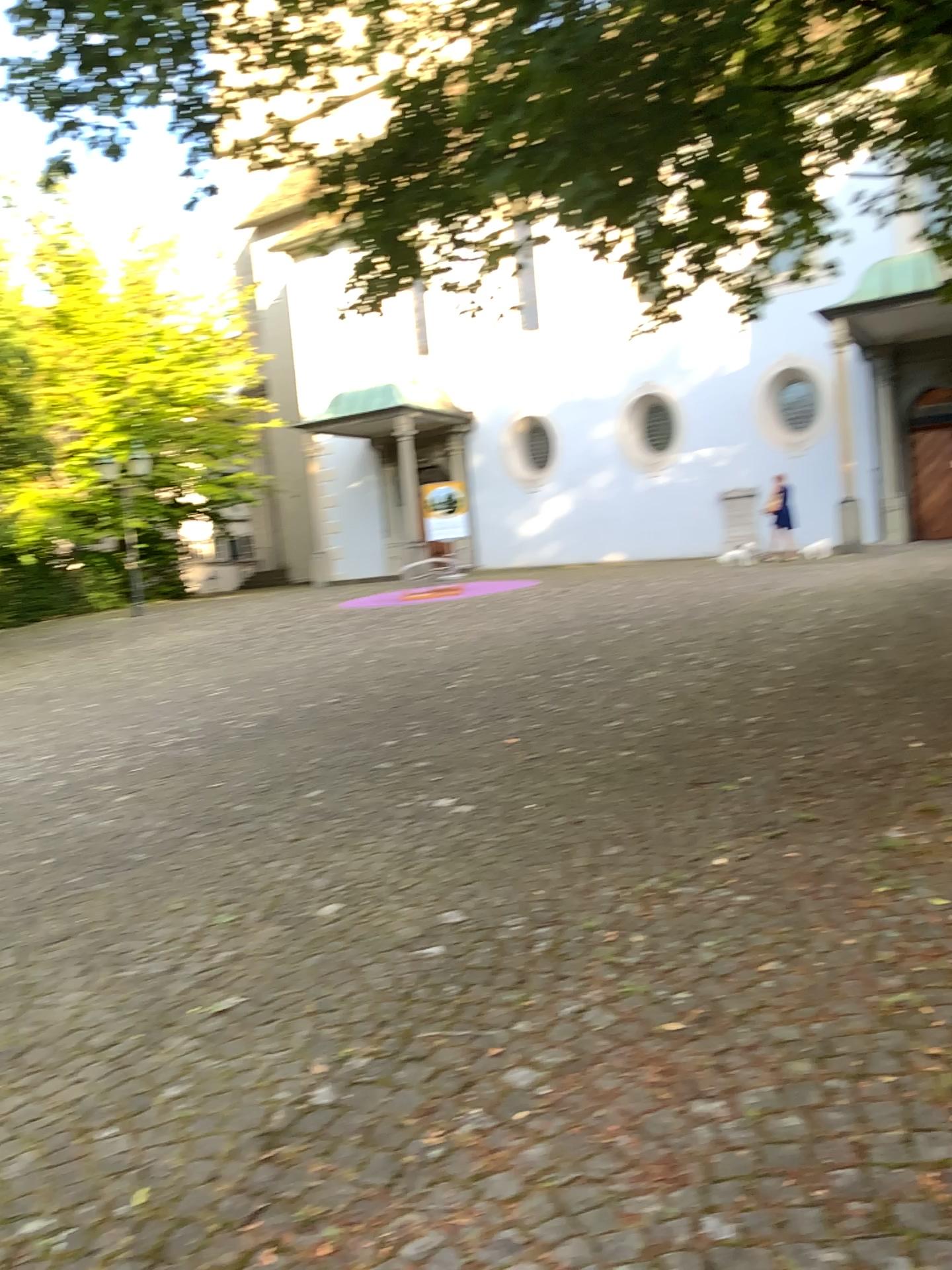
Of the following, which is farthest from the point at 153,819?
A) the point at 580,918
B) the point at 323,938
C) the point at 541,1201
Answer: the point at 541,1201
